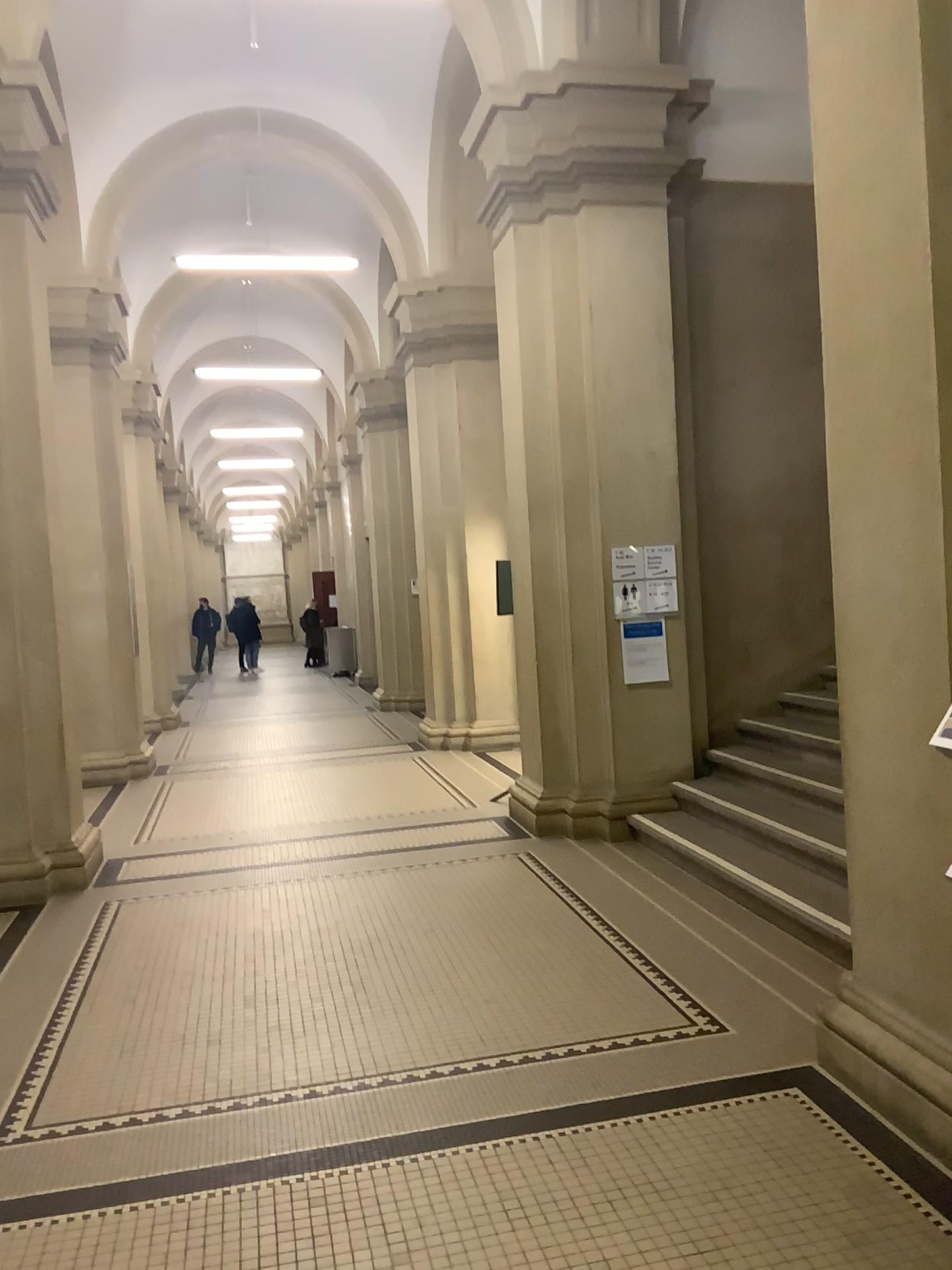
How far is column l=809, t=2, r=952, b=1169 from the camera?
2.81m

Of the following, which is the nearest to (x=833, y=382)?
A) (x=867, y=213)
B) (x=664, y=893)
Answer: (x=867, y=213)

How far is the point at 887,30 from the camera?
2.8m
